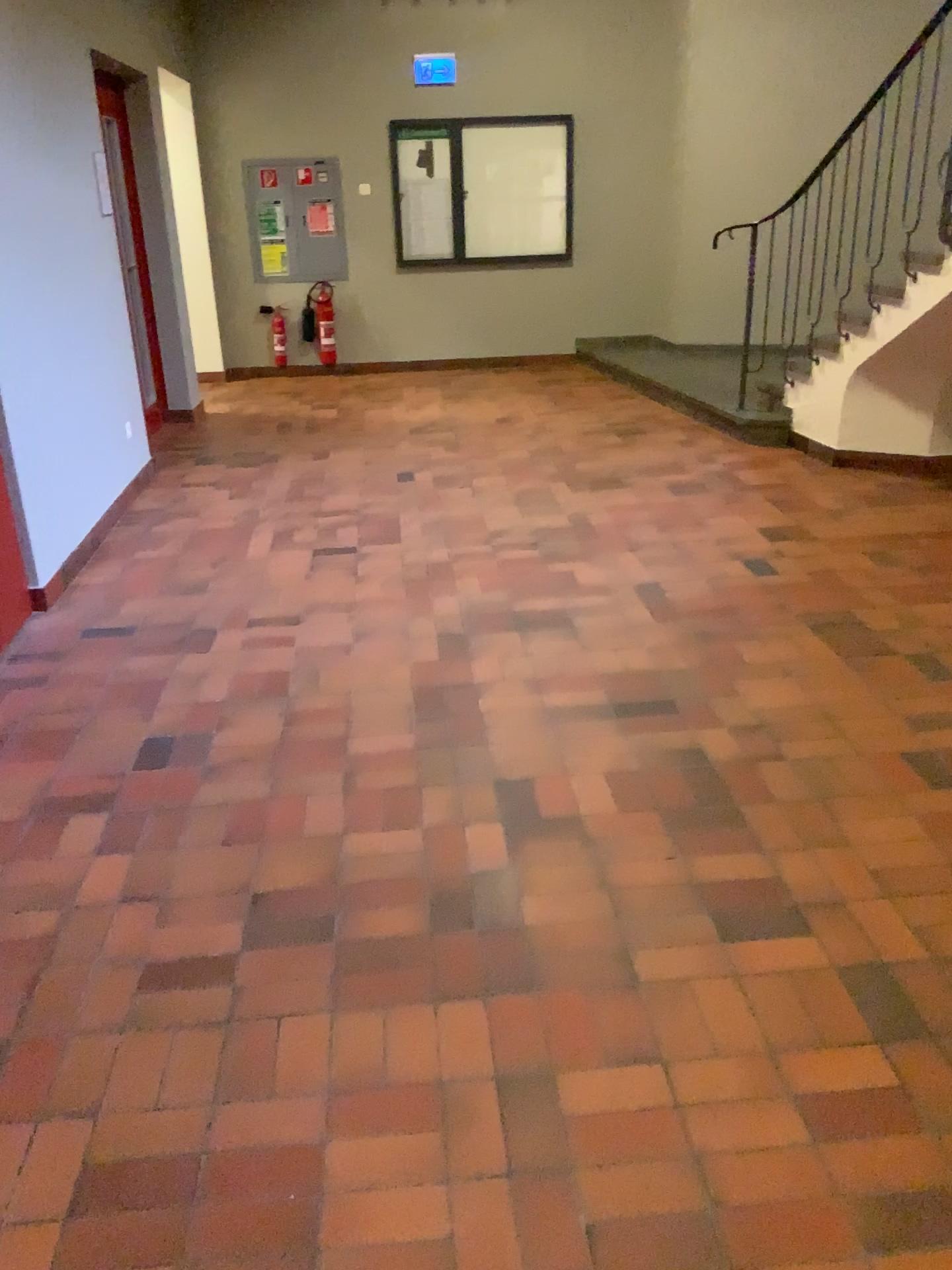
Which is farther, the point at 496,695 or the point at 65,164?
the point at 65,164
